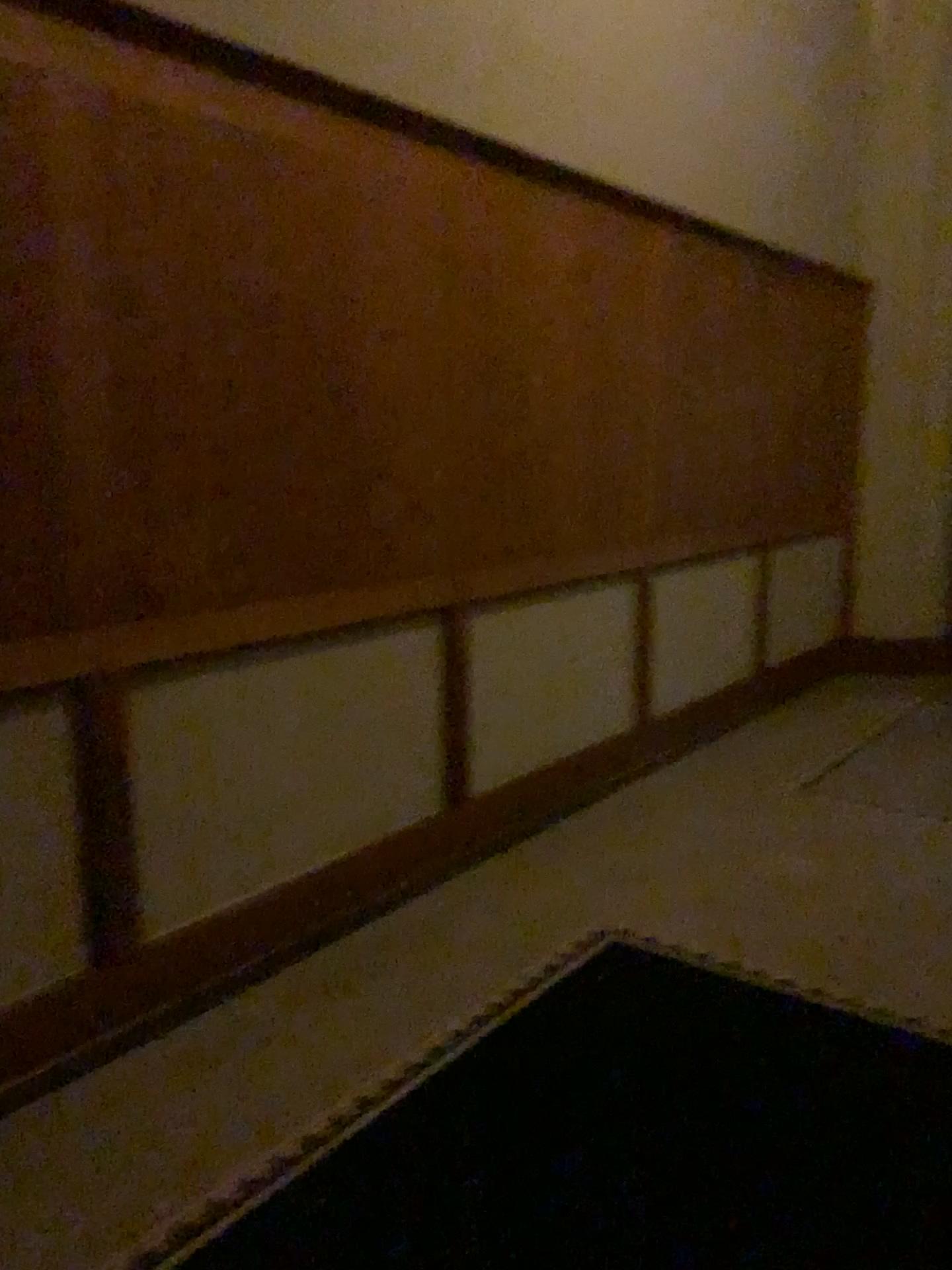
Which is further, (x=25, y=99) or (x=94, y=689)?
(x=94, y=689)

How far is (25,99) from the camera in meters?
2.0

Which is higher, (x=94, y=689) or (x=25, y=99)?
(x=25, y=99)

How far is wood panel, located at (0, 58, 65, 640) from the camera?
2.0 meters

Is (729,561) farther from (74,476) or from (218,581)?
(74,476)

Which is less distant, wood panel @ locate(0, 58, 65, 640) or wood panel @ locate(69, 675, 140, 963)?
wood panel @ locate(0, 58, 65, 640)
